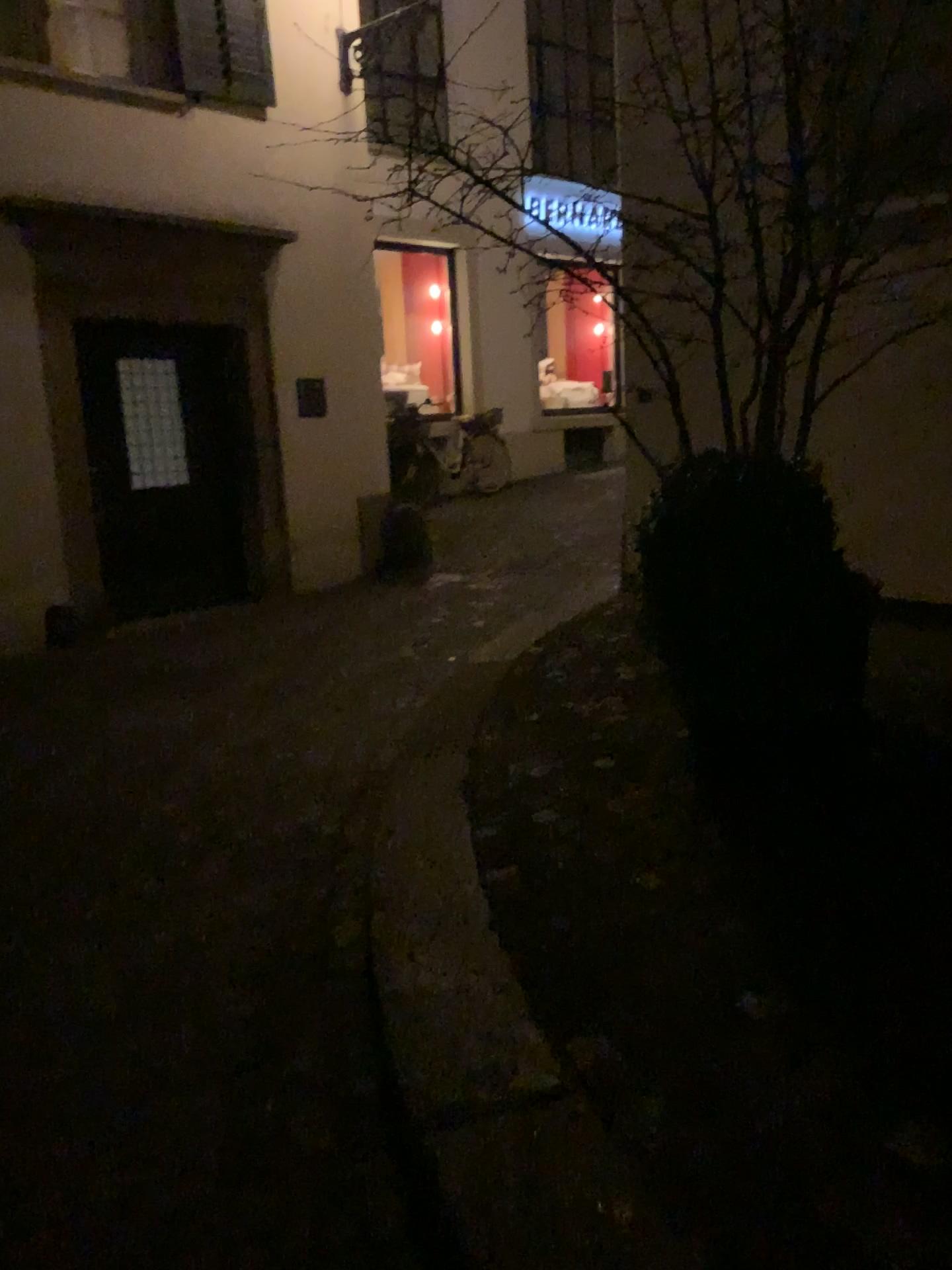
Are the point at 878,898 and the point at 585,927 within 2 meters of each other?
yes

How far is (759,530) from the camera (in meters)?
2.73

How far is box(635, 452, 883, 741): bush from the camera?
2.73m
